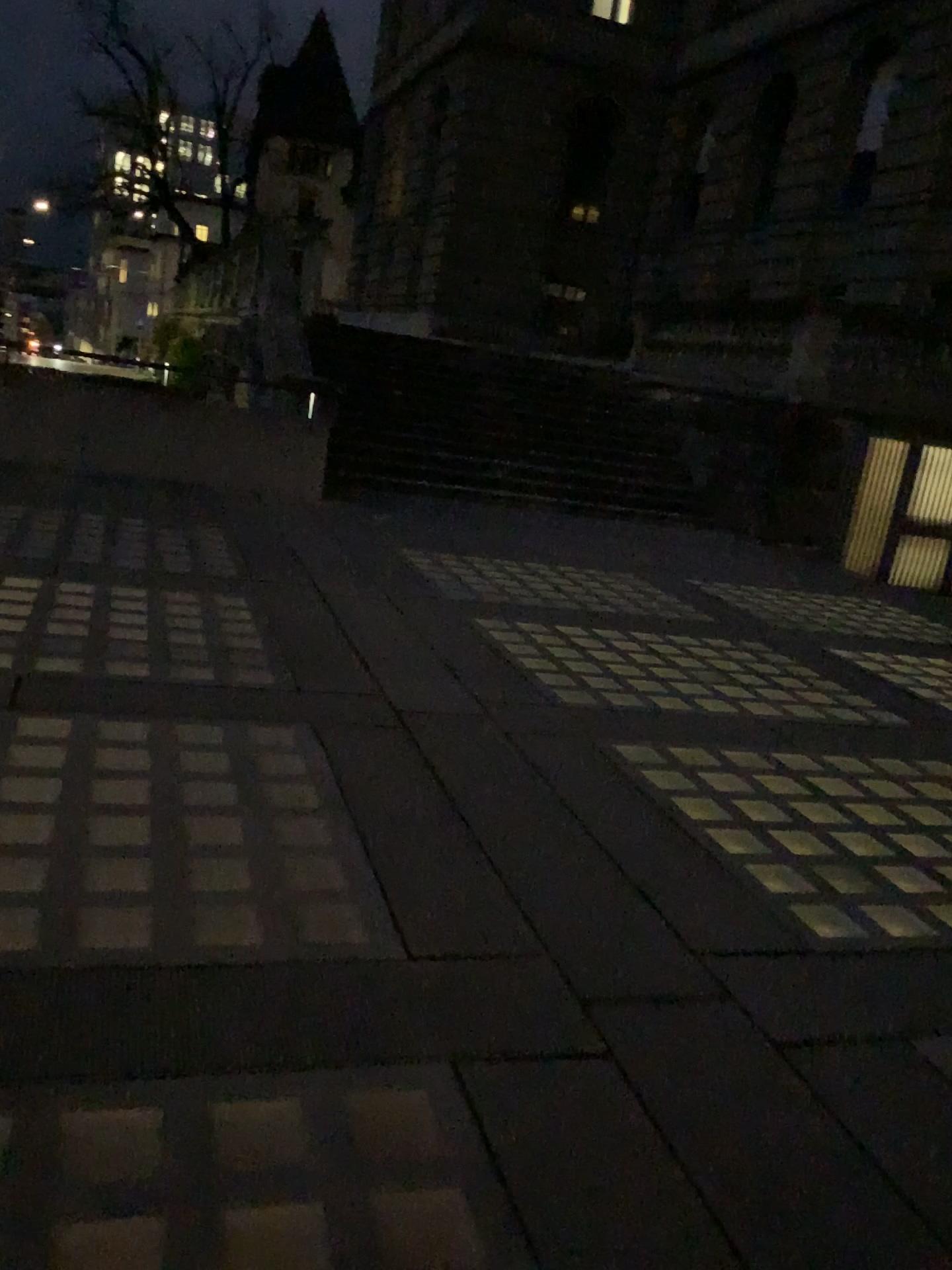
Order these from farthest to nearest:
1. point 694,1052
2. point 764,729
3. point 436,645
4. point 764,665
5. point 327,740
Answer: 1. point 764,665
2. point 436,645
3. point 764,729
4. point 327,740
5. point 694,1052
